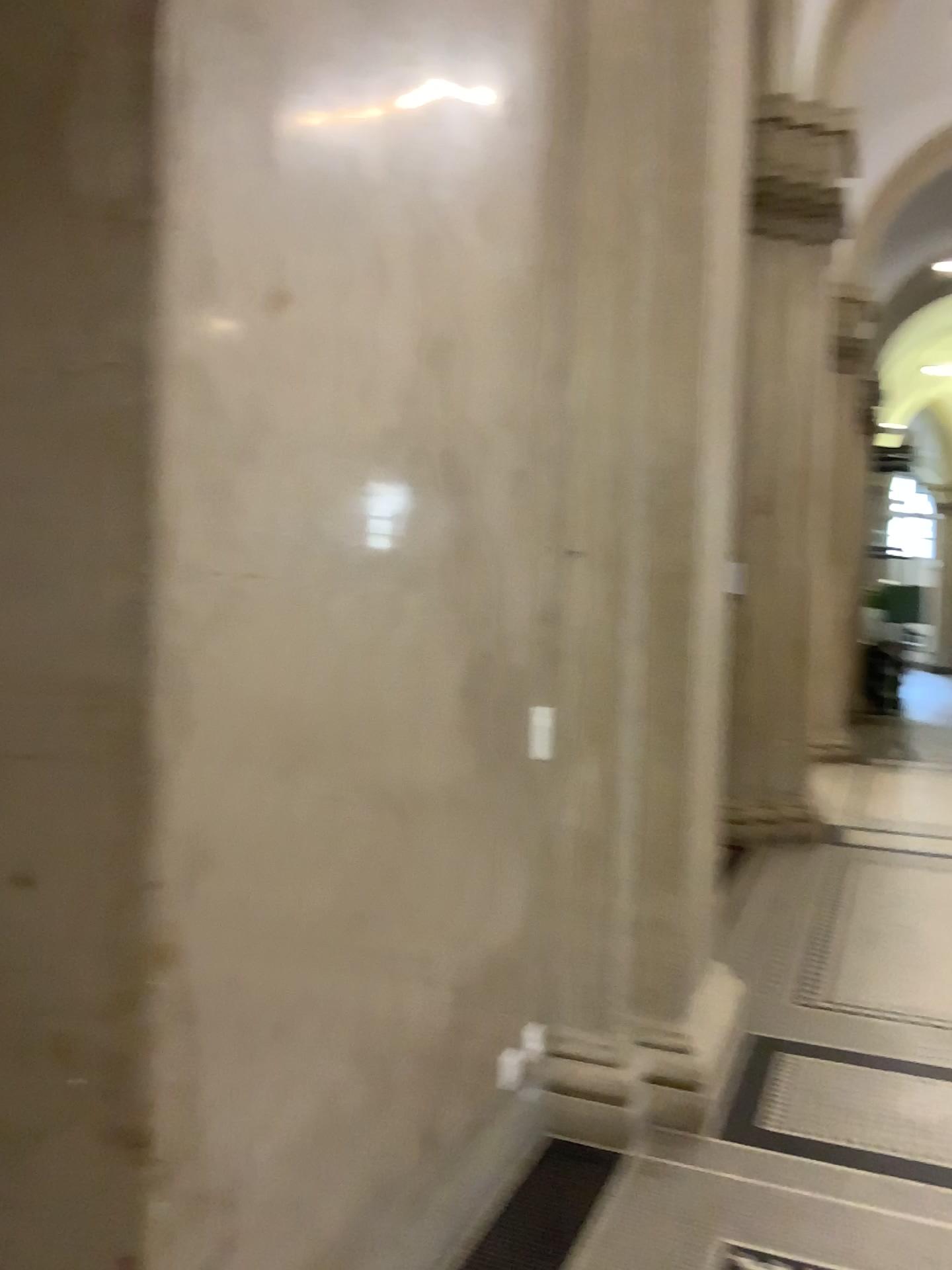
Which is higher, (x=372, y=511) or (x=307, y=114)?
(x=307, y=114)

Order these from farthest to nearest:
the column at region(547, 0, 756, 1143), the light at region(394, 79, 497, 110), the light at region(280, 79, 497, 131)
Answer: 1. the column at region(547, 0, 756, 1143)
2. the light at region(394, 79, 497, 110)
3. the light at region(280, 79, 497, 131)

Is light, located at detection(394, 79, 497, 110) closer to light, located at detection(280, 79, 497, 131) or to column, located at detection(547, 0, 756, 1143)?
light, located at detection(280, 79, 497, 131)

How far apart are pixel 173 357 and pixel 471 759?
1.3 meters

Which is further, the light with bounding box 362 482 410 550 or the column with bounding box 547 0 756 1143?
the column with bounding box 547 0 756 1143

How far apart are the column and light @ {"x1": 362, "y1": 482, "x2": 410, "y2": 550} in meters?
1.0

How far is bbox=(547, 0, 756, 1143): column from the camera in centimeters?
304cm

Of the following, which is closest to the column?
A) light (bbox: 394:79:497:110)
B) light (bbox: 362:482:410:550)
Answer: light (bbox: 394:79:497:110)

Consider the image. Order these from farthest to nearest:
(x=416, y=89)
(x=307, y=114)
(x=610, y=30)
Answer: (x=610, y=30) → (x=416, y=89) → (x=307, y=114)

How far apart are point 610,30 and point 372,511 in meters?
1.9 m
